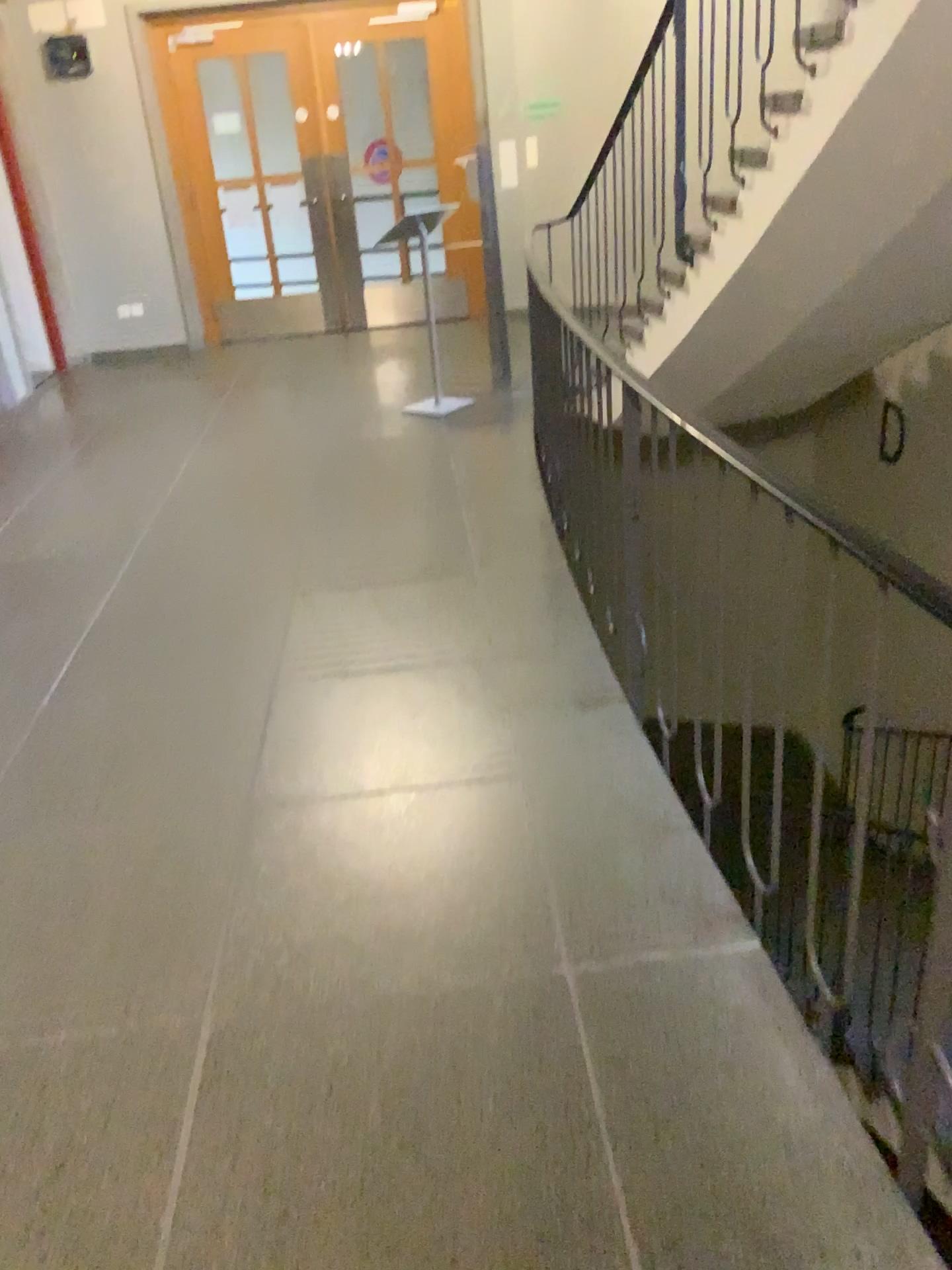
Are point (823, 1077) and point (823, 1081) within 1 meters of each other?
yes
